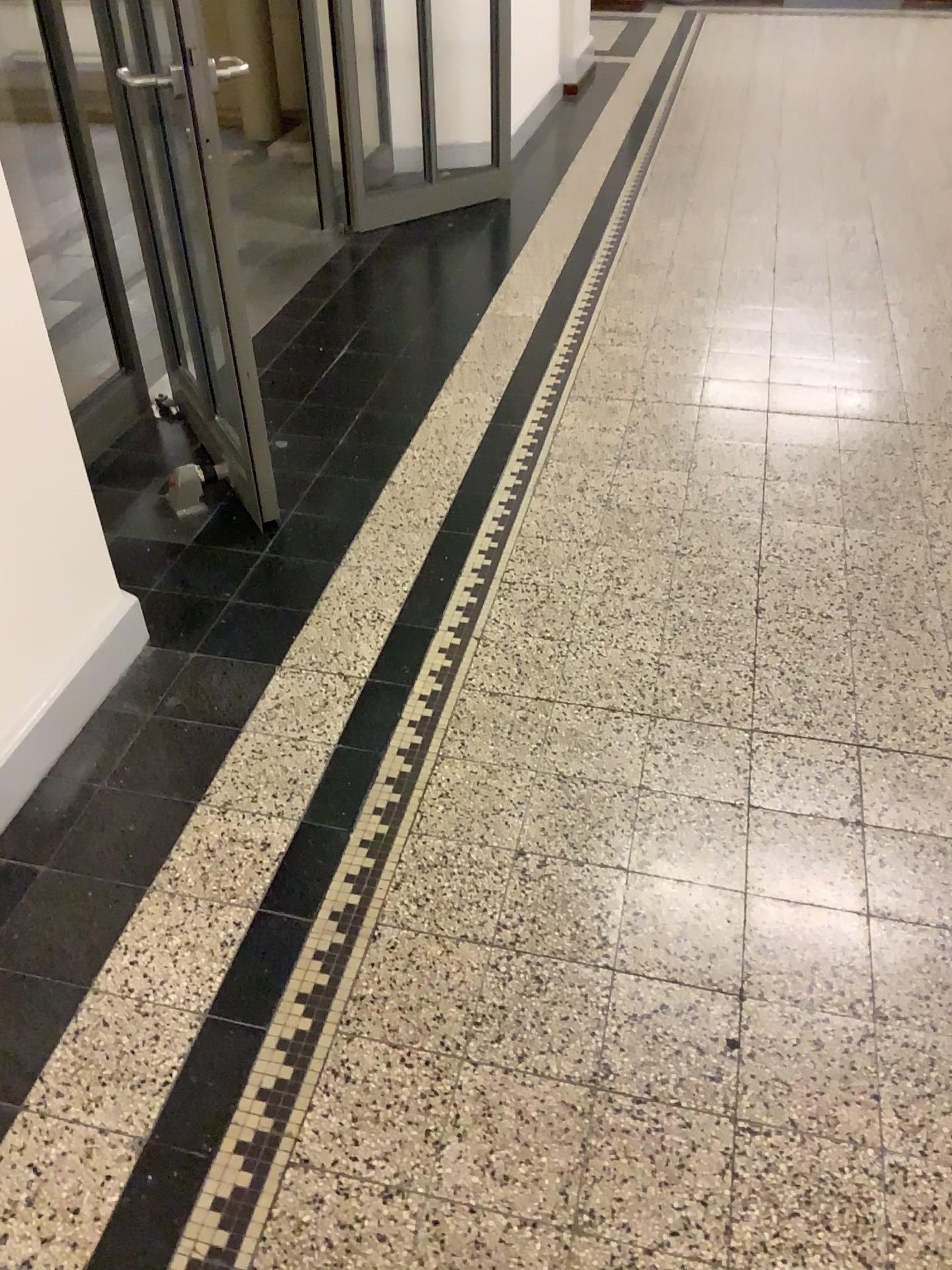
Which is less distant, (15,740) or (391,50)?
(15,740)

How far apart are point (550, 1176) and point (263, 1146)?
0.40m

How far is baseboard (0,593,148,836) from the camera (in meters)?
1.98

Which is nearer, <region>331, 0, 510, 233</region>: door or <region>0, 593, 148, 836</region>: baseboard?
<region>0, 593, 148, 836</region>: baseboard

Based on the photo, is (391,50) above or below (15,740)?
above

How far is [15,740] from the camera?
1.98m
